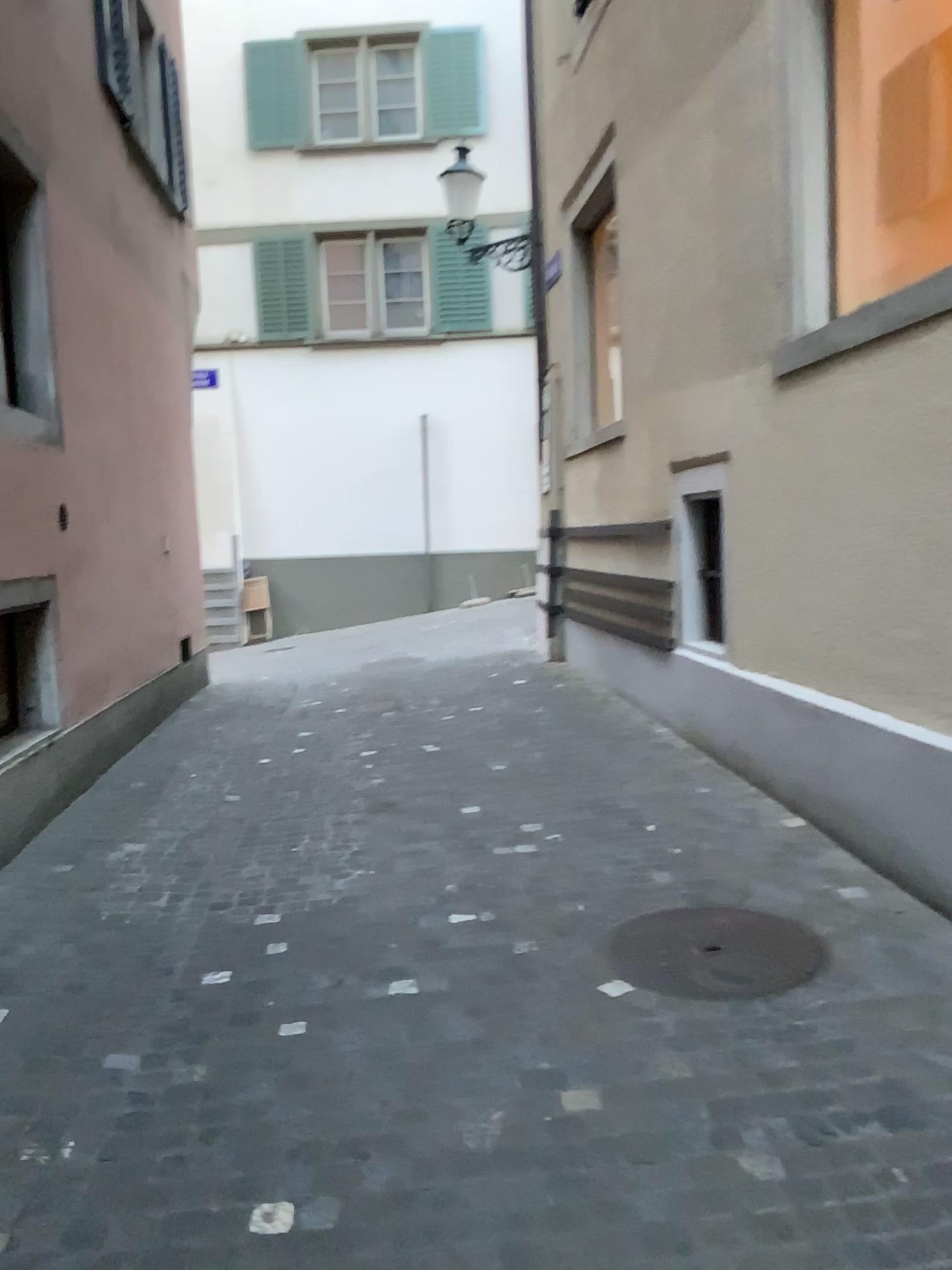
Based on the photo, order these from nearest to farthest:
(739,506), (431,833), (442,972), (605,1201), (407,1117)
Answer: (605,1201) → (407,1117) → (442,972) → (431,833) → (739,506)
